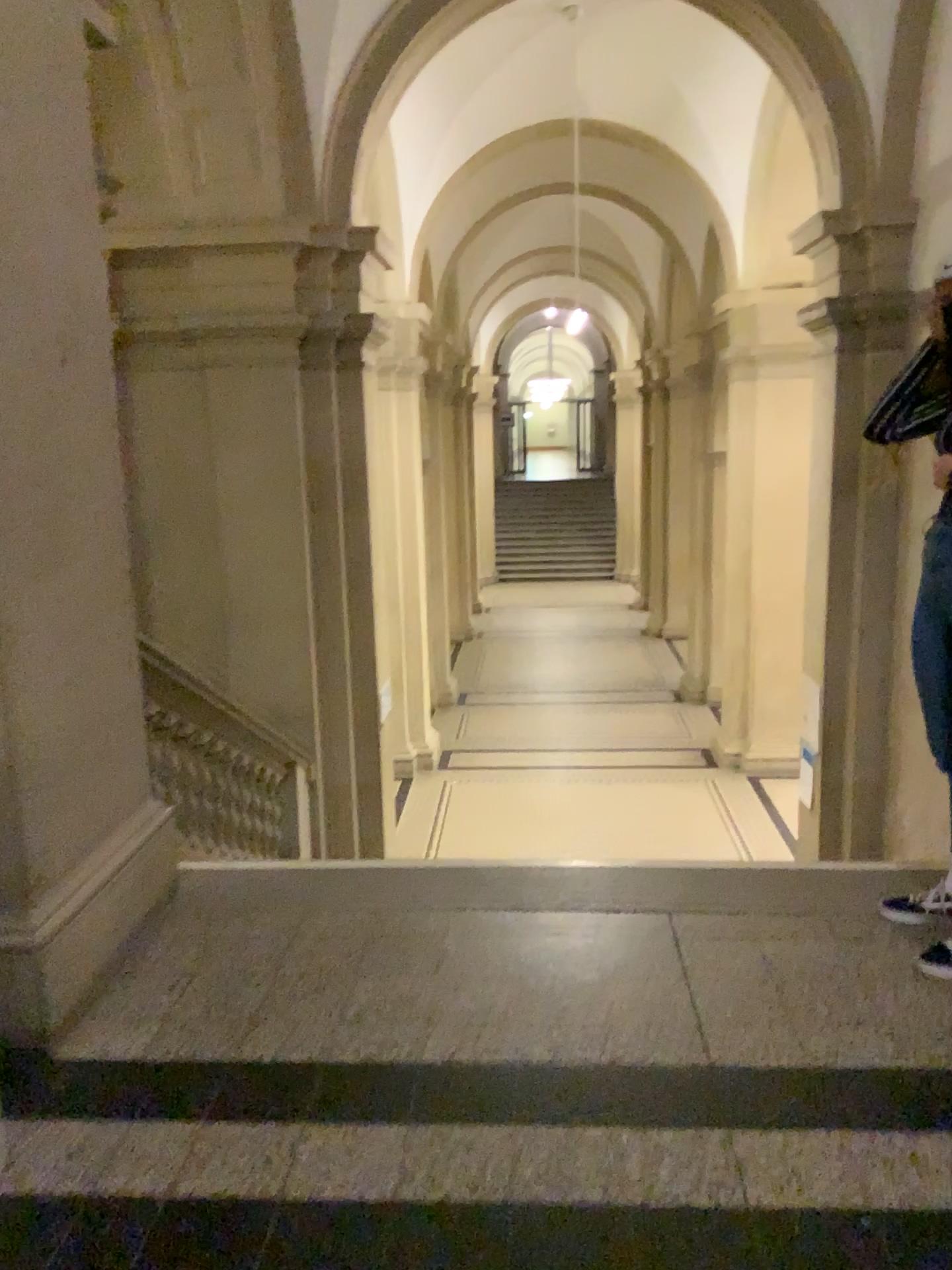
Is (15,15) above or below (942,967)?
above

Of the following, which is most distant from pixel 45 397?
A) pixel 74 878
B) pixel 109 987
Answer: pixel 109 987
